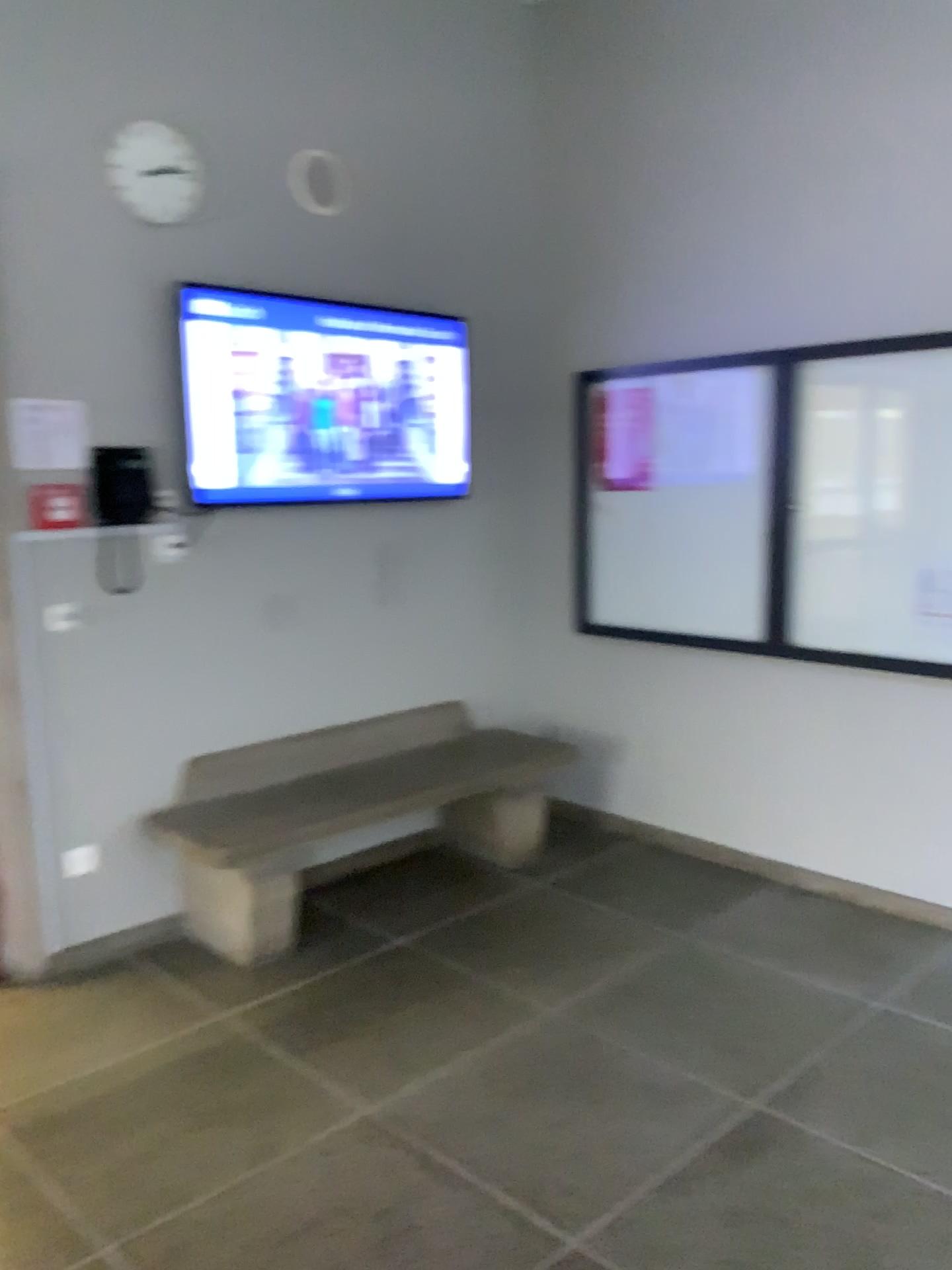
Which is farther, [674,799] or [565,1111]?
[674,799]

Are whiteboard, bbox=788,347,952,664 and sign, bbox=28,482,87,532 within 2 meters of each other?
no

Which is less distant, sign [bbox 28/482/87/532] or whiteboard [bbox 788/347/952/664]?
sign [bbox 28/482/87/532]

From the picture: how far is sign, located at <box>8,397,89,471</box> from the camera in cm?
318

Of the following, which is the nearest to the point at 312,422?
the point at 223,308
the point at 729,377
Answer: the point at 223,308

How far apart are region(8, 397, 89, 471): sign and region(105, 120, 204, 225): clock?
0.7m

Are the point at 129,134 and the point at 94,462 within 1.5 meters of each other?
yes

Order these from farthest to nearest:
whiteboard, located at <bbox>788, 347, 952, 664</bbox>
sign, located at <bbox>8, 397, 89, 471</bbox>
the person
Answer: the person → whiteboard, located at <bbox>788, 347, 952, 664</bbox> → sign, located at <bbox>8, 397, 89, 471</bbox>

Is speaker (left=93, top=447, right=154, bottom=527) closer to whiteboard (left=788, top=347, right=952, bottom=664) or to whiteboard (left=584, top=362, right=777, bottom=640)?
whiteboard (left=584, top=362, right=777, bottom=640)

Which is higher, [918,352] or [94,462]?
[918,352]
